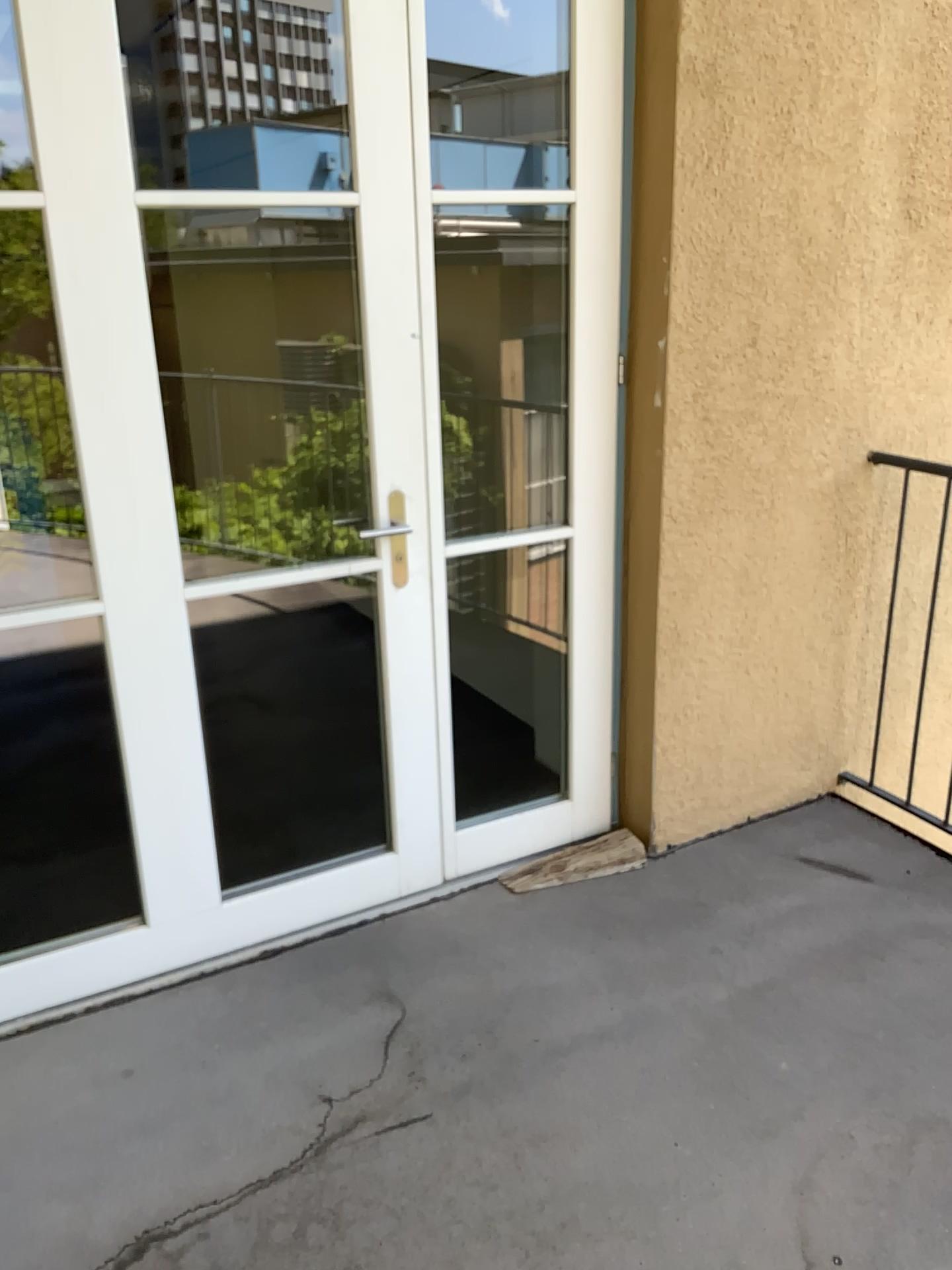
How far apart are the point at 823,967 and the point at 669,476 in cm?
121
